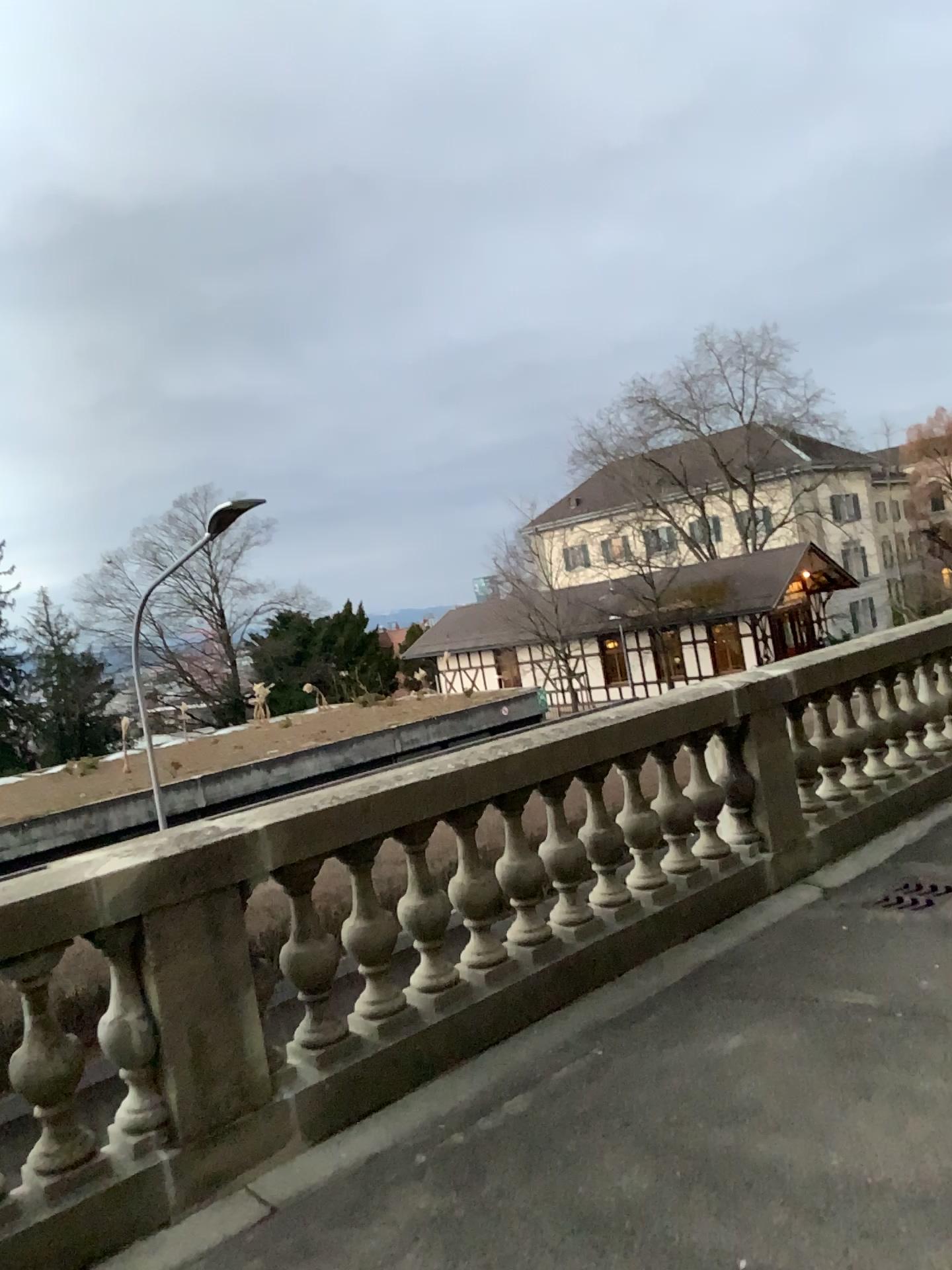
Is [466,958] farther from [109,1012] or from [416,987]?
[109,1012]

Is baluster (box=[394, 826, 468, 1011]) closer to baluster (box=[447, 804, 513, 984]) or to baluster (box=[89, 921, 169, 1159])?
baluster (box=[447, 804, 513, 984])

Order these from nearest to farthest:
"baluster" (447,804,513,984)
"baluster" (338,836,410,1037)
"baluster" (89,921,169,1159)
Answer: "baluster" (89,921,169,1159)
"baluster" (338,836,410,1037)
"baluster" (447,804,513,984)

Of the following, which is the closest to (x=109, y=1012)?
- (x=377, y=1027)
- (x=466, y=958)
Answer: (x=377, y=1027)

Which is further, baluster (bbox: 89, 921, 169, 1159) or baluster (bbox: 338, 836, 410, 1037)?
baluster (bbox: 338, 836, 410, 1037)

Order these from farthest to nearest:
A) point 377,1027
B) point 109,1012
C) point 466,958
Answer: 1. point 466,958
2. point 377,1027
3. point 109,1012

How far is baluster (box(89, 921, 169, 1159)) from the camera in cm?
312

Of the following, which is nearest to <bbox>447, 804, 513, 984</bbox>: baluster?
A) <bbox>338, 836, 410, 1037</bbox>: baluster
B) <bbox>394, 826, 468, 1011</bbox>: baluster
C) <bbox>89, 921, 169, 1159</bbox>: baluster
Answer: <bbox>394, 826, 468, 1011</bbox>: baluster

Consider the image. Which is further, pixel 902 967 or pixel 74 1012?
pixel 902 967

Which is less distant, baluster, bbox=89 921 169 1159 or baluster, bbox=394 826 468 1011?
baluster, bbox=89 921 169 1159
